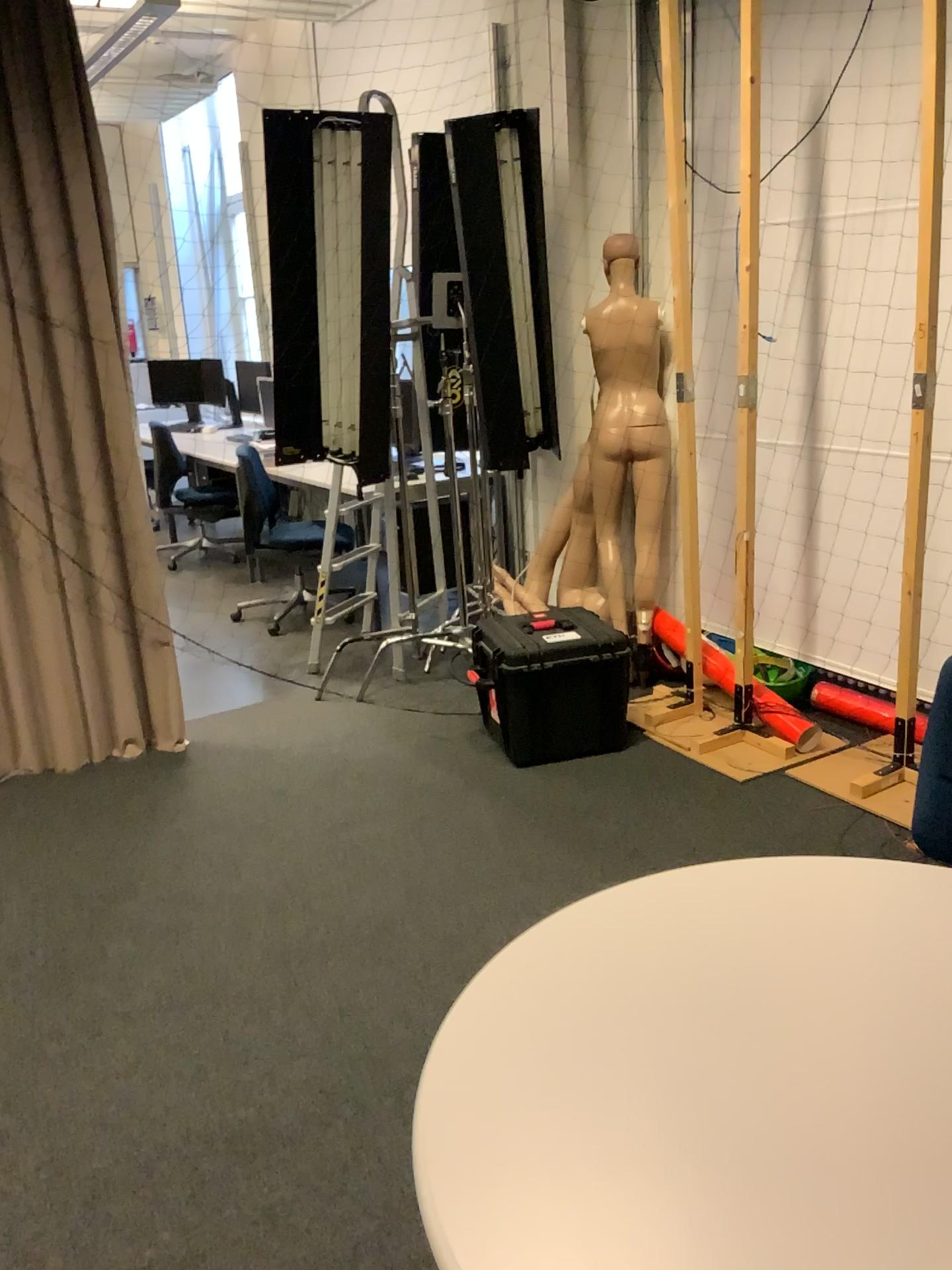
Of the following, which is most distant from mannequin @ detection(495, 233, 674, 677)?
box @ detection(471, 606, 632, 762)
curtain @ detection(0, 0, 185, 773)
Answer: curtain @ detection(0, 0, 185, 773)

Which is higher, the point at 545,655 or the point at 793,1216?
the point at 793,1216

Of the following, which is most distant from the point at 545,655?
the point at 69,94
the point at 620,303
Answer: the point at 69,94

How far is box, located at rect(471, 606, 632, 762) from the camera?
3.5 meters

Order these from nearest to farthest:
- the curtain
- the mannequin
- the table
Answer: the table → the curtain → the mannequin

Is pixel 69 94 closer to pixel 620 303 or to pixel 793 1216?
pixel 620 303

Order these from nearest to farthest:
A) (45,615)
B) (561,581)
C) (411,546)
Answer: (45,615), (561,581), (411,546)

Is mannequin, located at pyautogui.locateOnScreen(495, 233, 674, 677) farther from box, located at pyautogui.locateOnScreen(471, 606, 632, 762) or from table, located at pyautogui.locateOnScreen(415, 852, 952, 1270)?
table, located at pyautogui.locateOnScreen(415, 852, 952, 1270)

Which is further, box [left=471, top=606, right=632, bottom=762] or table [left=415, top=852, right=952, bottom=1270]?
box [left=471, top=606, right=632, bottom=762]

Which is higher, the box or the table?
the table
